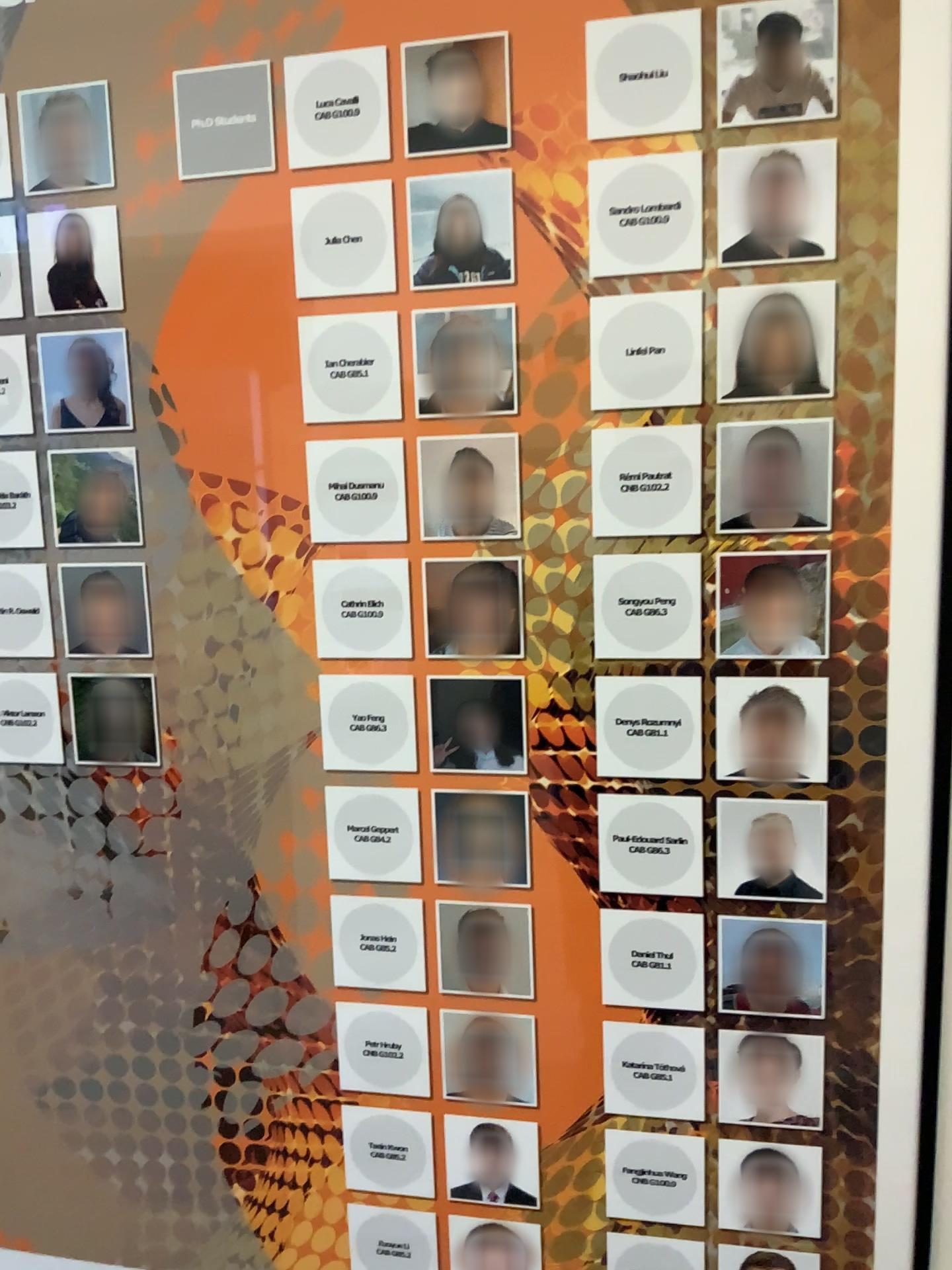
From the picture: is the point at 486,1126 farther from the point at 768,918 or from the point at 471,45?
the point at 471,45

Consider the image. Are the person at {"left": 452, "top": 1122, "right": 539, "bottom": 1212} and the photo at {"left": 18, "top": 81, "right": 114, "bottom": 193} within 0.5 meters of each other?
no

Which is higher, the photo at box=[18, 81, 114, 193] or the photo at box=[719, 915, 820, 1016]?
the photo at box=[18, 81, 114, 193]

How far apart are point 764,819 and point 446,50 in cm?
58

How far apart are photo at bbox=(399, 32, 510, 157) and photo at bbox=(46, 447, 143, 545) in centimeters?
31cm

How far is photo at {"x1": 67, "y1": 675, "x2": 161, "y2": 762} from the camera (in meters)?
0.85

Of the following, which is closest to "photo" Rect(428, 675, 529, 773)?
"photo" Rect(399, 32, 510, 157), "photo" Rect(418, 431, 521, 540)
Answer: "photo" Rect(418, 431, 521, 540)

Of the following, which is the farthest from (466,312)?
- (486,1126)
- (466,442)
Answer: (486,1126)

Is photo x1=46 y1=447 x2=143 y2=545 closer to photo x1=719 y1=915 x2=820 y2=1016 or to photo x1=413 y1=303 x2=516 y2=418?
photo x1=413 y1=303 x2=516 y2=418

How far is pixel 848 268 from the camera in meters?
0.7
